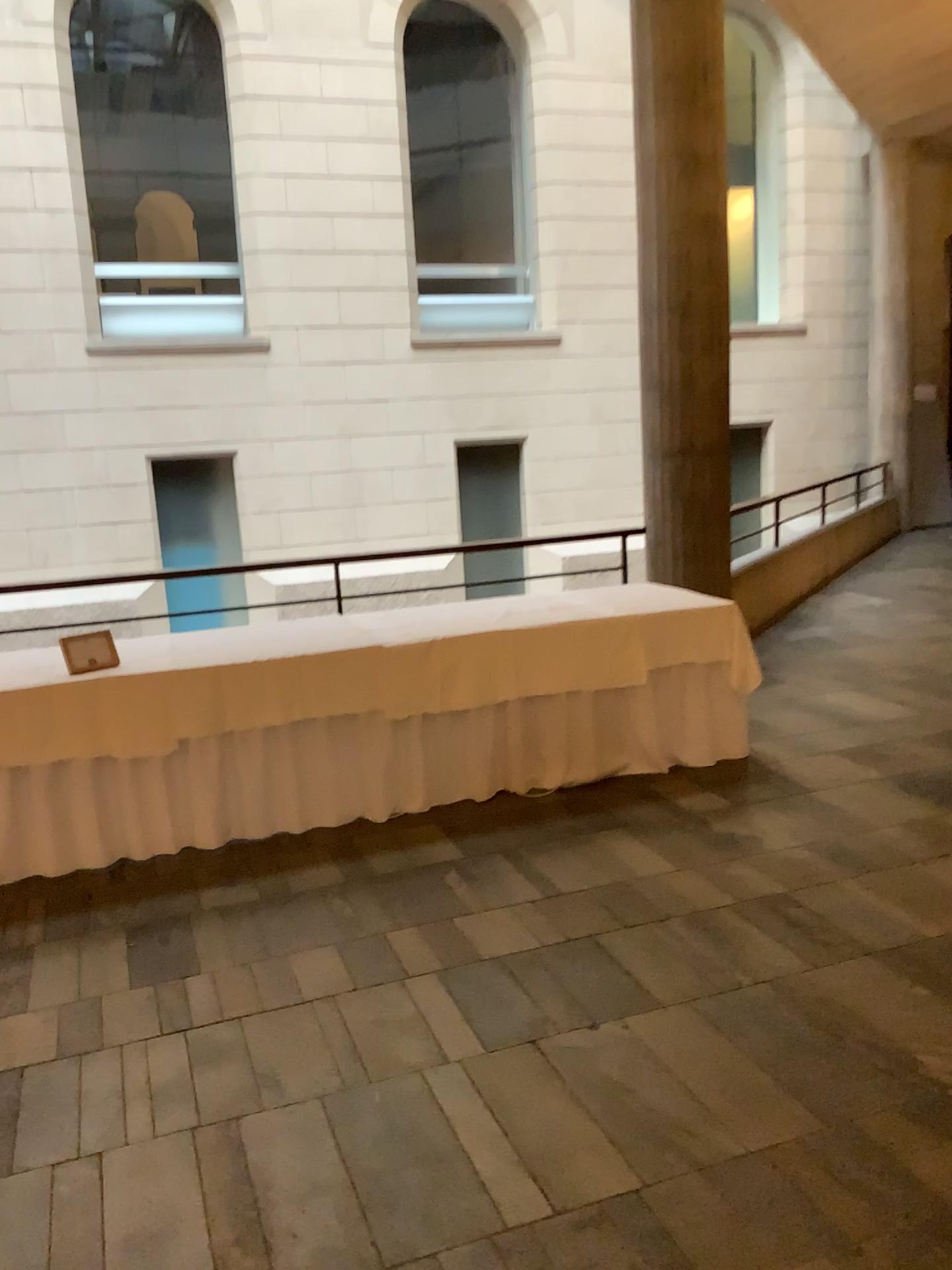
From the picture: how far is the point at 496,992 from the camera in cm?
297
